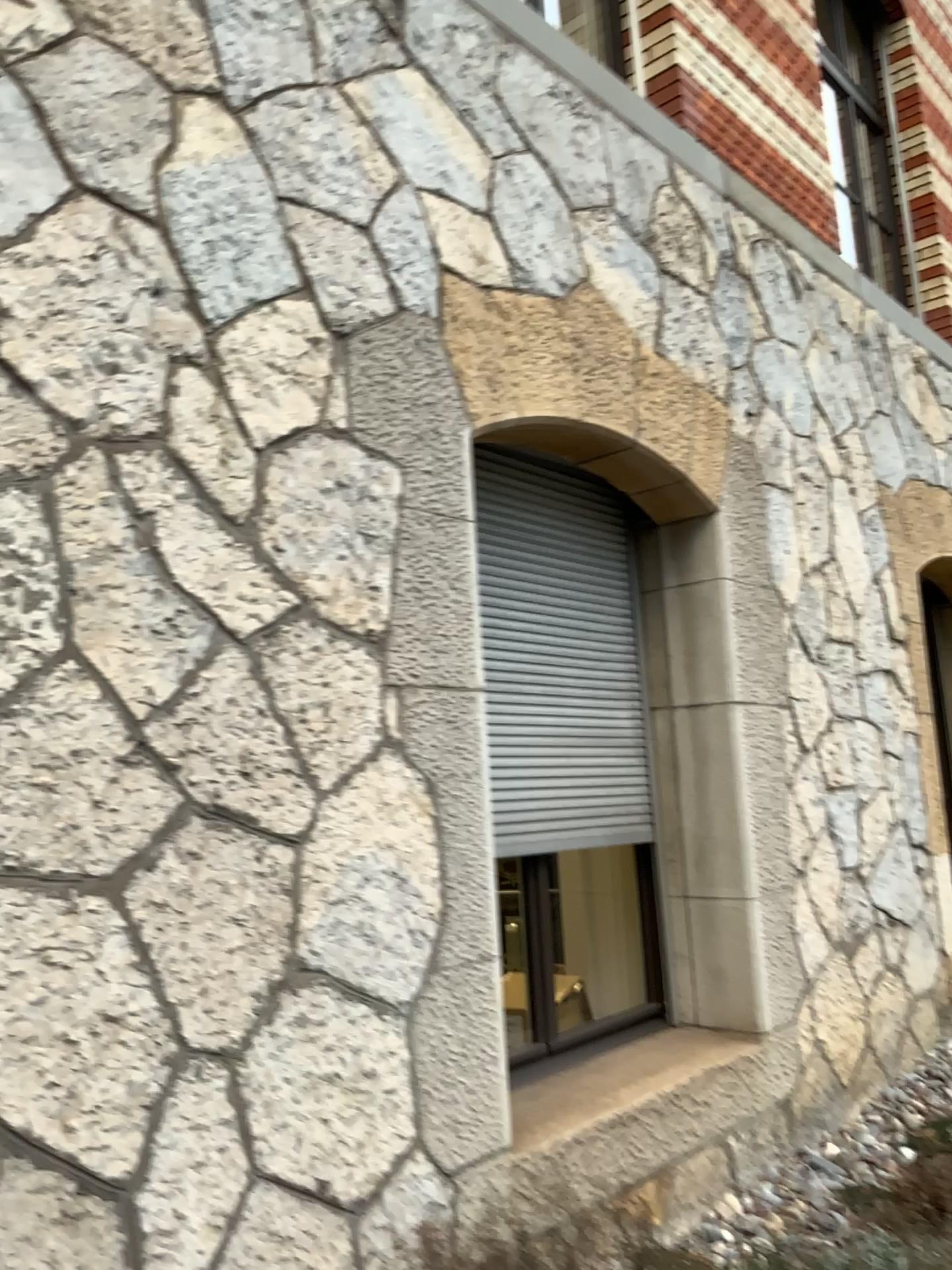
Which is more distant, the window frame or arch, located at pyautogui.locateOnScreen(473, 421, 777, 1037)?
arch, located at pyautogui.locateOnScreen(473, 421, 777, 1037)

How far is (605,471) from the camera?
3.65m

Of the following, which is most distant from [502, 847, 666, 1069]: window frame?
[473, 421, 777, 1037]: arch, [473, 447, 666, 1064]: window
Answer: [473, 421, 777, 1037]: arch

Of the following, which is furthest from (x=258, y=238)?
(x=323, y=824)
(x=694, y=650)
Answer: (x=694, y=650)

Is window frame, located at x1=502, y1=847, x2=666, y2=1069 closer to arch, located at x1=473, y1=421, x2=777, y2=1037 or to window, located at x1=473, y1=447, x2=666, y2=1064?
window, located at x1=473, y1=447, x2=666, y2=1064

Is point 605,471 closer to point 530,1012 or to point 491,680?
point 491,680

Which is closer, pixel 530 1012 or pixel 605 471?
pixel 530 1012

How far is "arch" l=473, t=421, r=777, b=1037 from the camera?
3.6 meters

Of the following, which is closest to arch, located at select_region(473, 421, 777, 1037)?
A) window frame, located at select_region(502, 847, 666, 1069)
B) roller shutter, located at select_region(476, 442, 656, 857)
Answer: roller shutter, located at select_region(476, 442, 656, 857)
